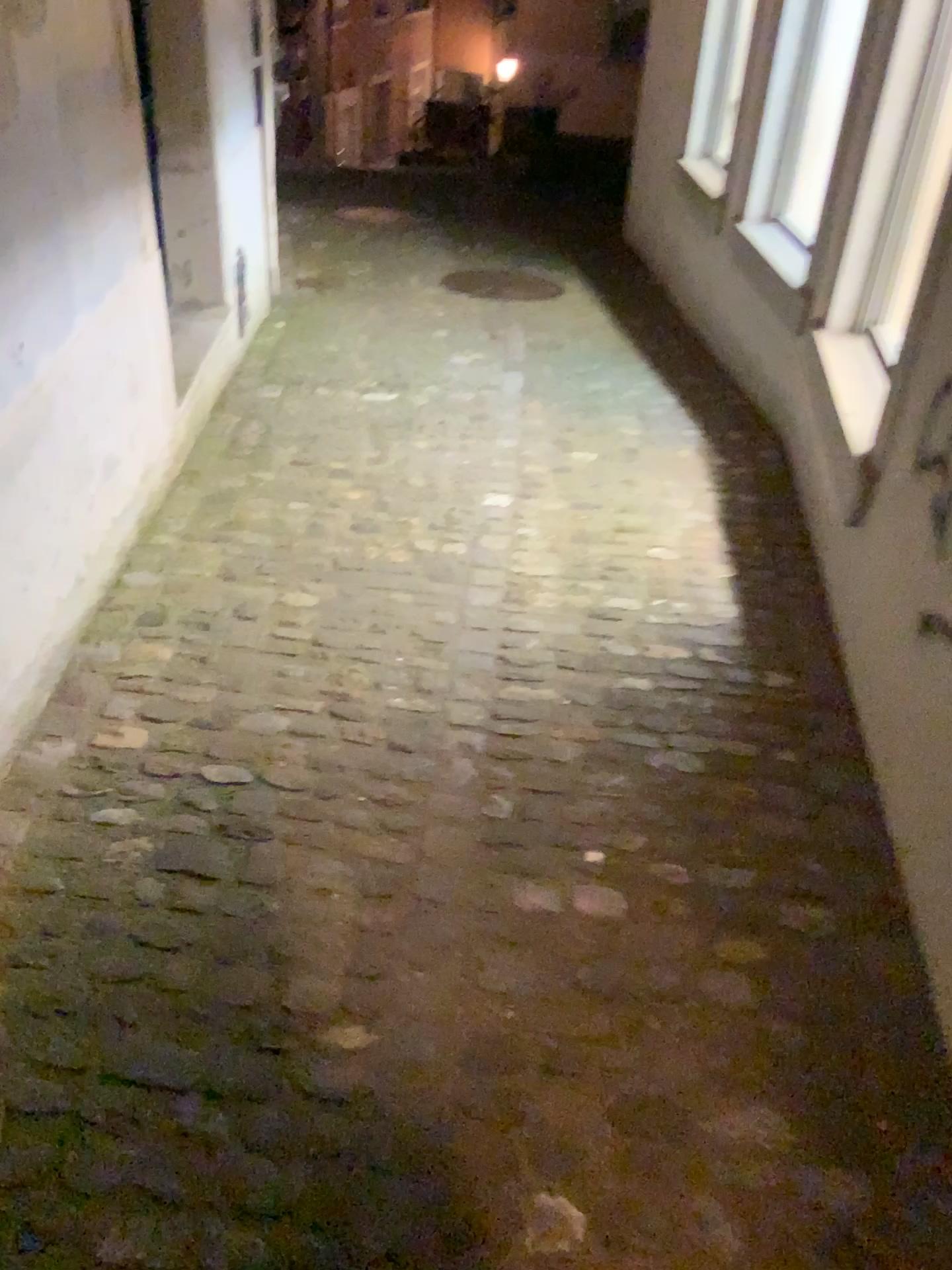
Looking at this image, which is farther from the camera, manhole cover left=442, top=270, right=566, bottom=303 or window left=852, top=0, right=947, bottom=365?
manhole cover left=442, top=270, right=566, bottom=303

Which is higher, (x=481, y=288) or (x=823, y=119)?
(x=823, y=119)

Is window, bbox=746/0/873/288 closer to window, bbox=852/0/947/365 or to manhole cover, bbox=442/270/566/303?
window, bbox=852/0/947/365

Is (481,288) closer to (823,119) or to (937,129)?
(823,119)

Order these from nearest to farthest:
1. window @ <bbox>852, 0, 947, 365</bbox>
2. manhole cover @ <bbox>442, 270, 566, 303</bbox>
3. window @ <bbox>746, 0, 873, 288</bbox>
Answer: window @ <bbox>852, 0, 947, 365</bbox>, window @ <bbox>746, 0, 873, 288</bbox>, manhole cover @ <bbox>442, 270, 566, 303</bbox>

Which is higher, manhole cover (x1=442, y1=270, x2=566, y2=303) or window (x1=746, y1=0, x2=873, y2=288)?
window (x1=746, y1=0, x2=873, y2=288)

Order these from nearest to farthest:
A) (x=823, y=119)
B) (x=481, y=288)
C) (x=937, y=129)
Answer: (x=937, y=129) < (x=823, y=119) < (x=481, y=288)

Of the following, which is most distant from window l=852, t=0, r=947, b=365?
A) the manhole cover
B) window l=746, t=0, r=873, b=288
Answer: the manhole cover

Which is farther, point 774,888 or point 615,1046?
point 774,888

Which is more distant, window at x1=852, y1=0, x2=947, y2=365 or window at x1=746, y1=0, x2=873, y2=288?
window at x1=746, y1=0, x2=873, y2=288
